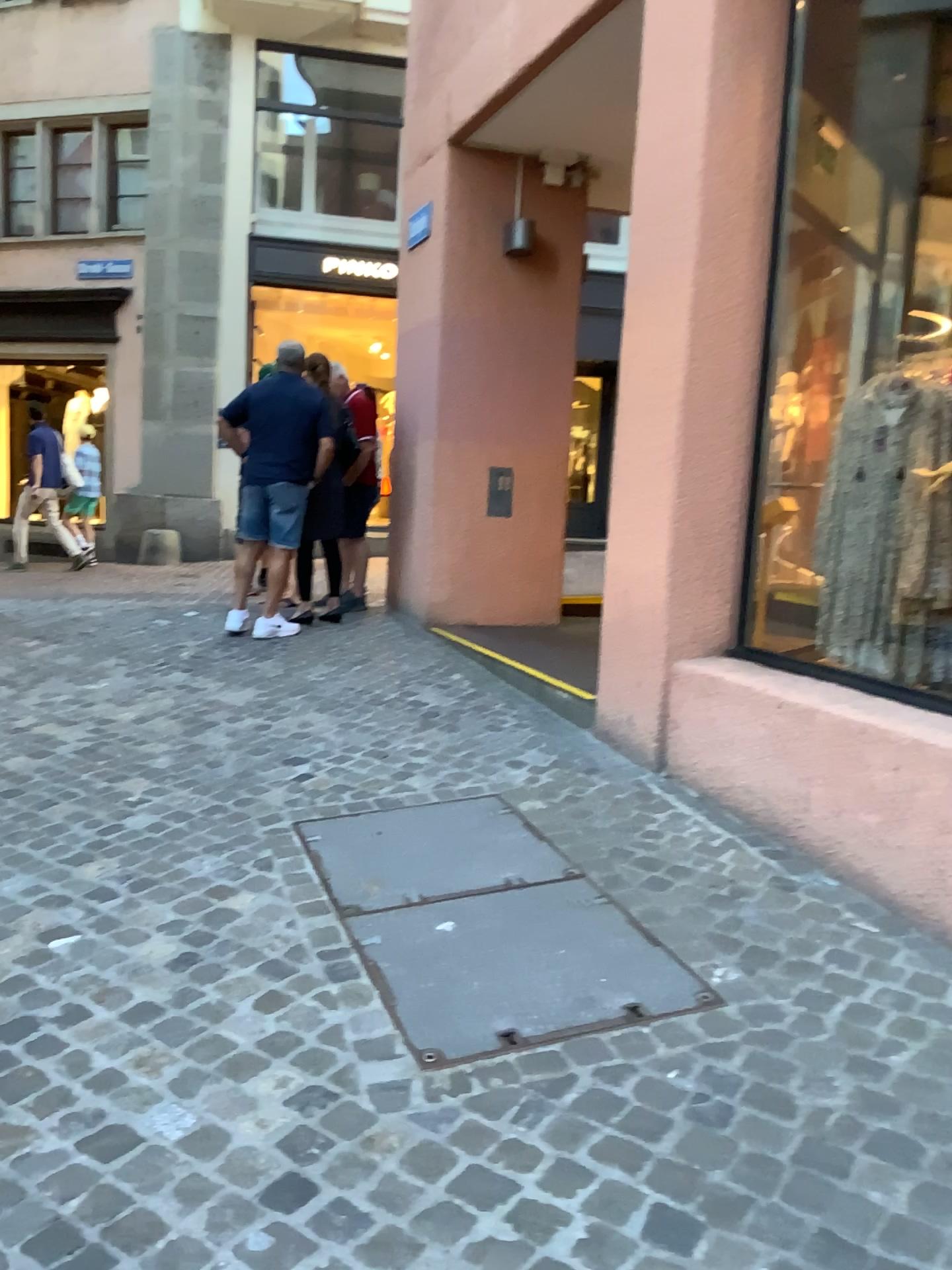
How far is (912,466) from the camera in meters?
3.6

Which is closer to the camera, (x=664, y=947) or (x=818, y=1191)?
(x=818, y=1191)

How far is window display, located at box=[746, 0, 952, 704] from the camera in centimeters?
356cm
